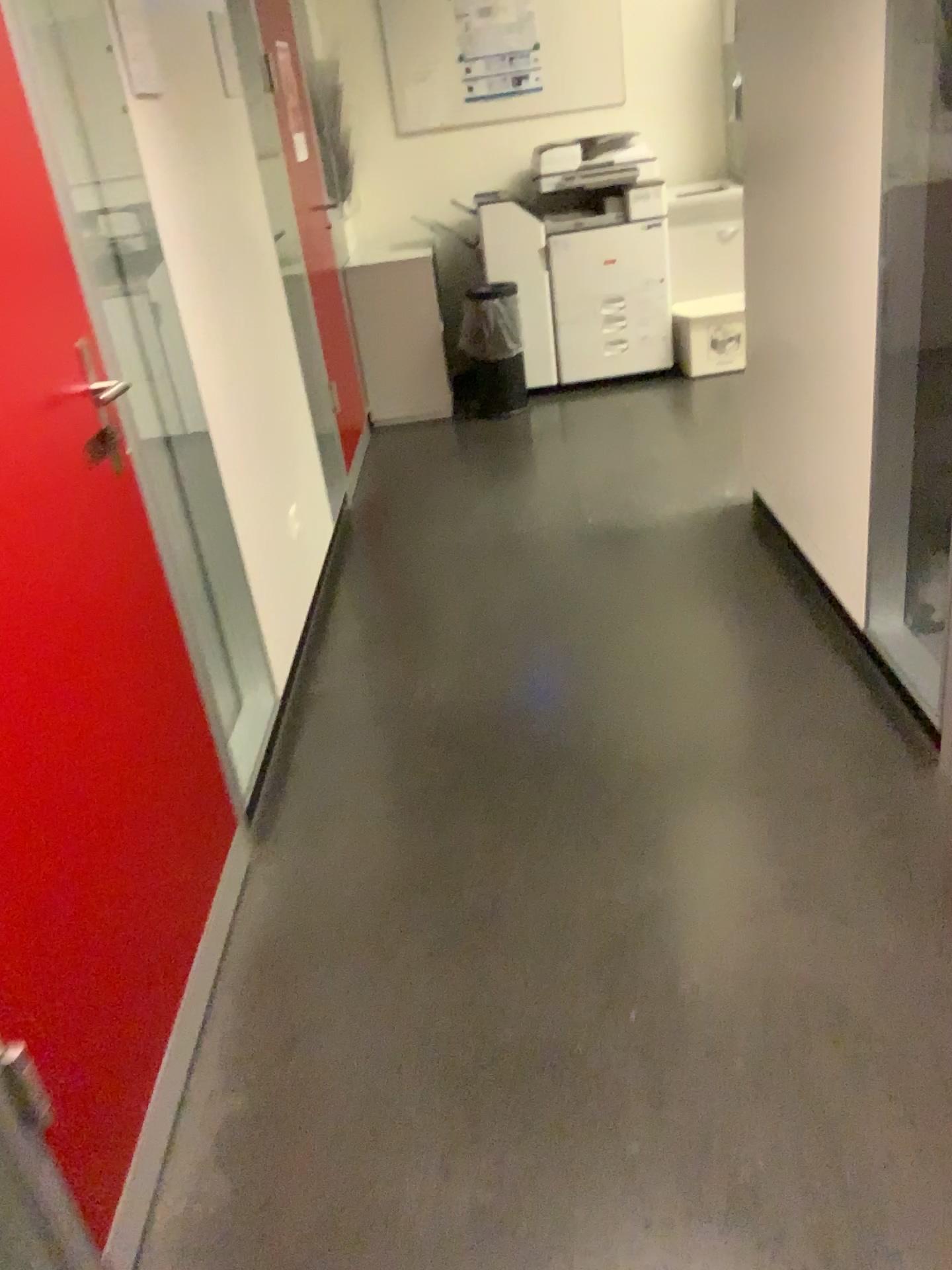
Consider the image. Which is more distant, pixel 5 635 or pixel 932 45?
pixel 932 45

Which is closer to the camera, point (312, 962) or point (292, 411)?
point (312, 962)

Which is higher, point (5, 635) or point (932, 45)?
point (932, 45)

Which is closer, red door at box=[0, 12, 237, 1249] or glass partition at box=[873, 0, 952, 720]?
red door at box=[0, 12, 237, 1249]
